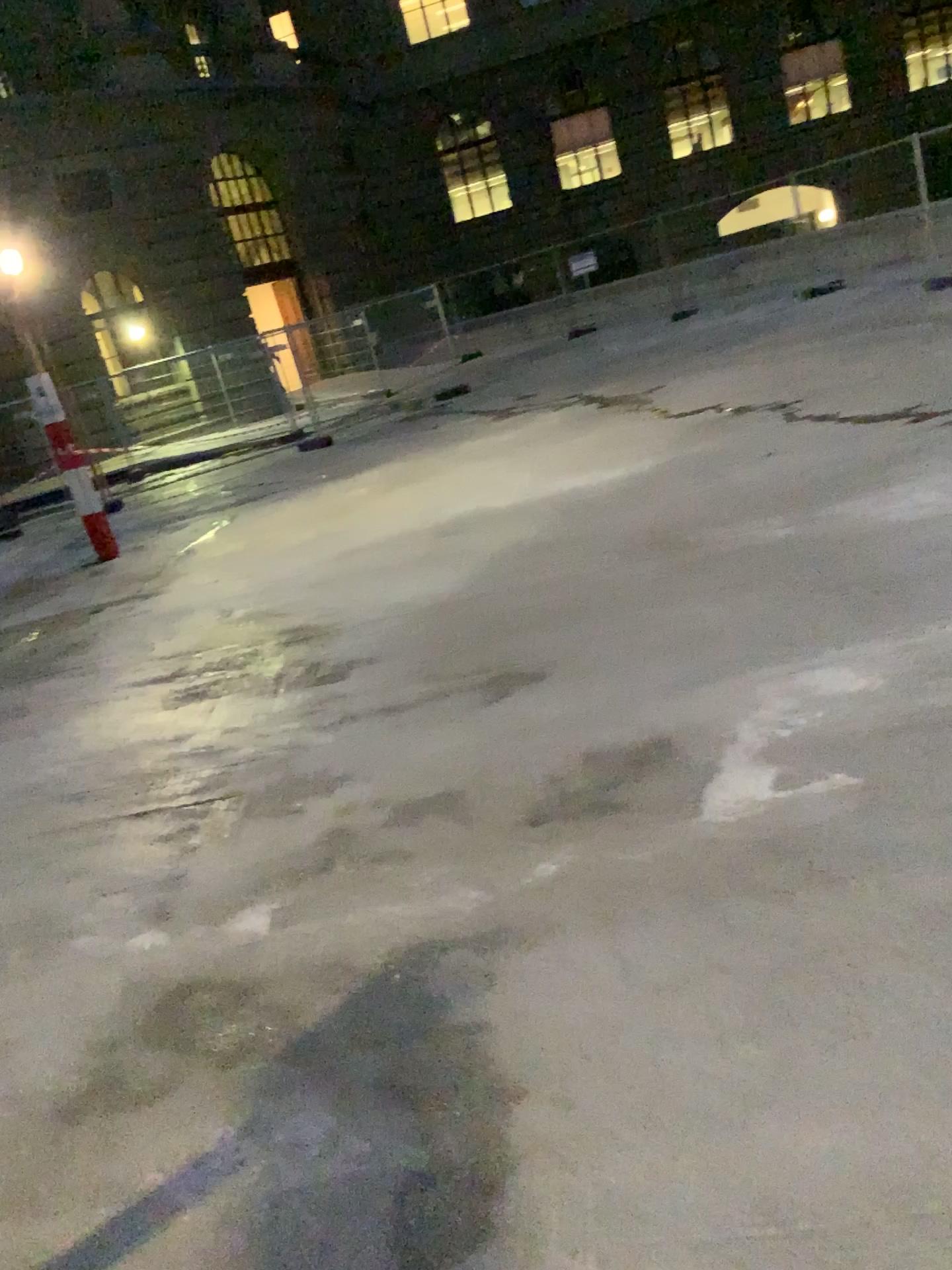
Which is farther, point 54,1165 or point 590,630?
point 590,630
